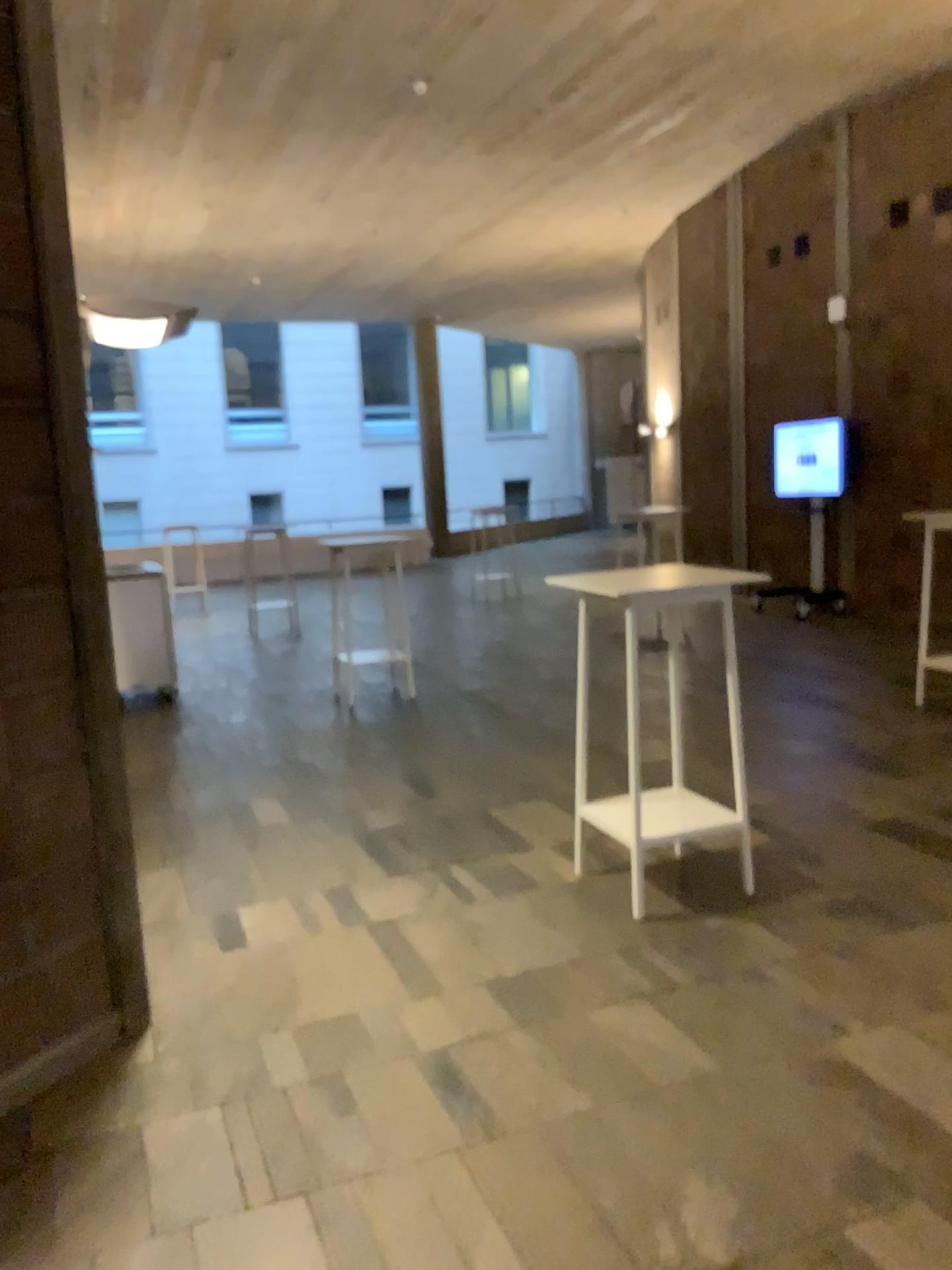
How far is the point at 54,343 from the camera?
2.9 meters
